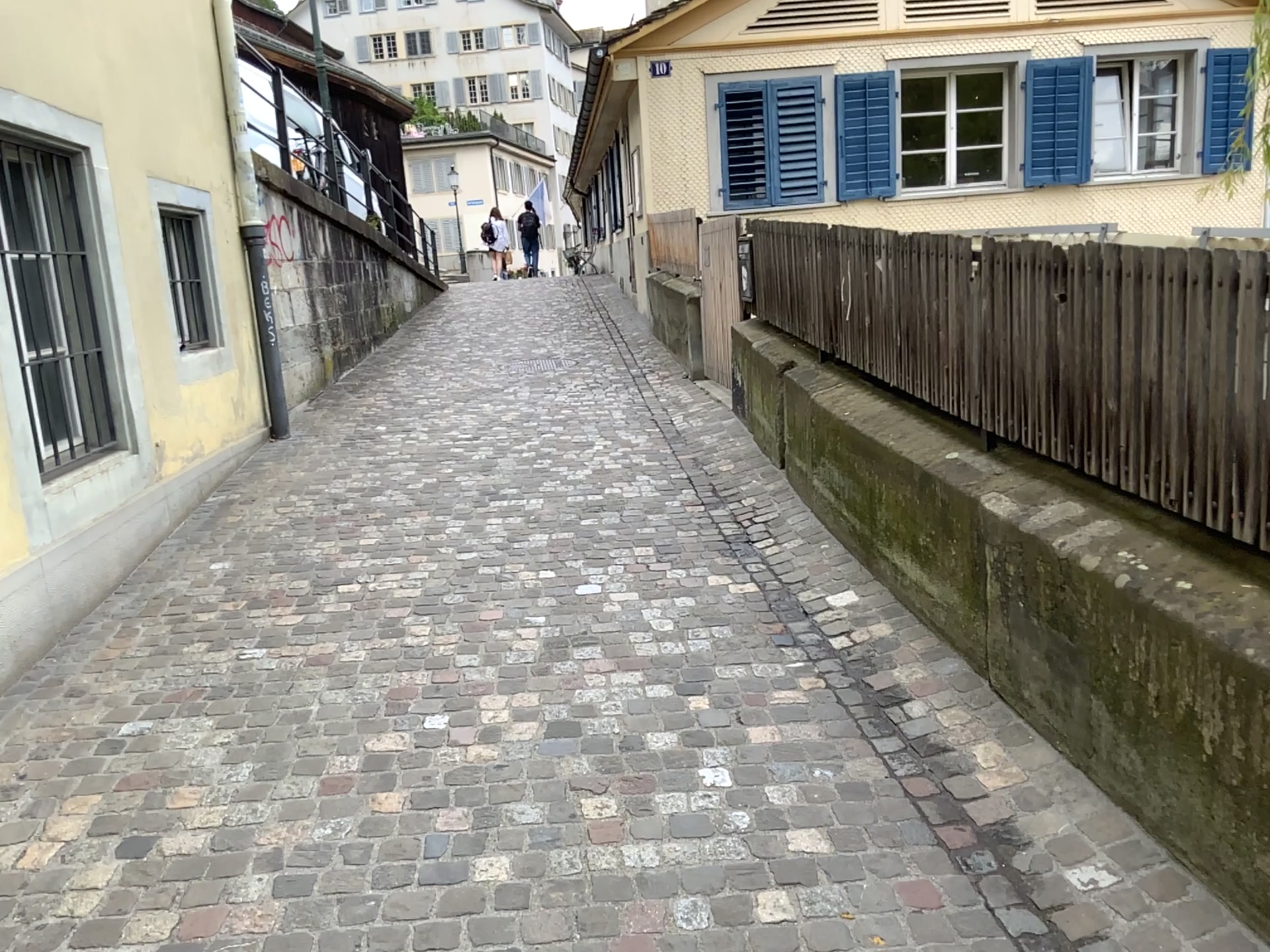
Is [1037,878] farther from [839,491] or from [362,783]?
[839,491]
